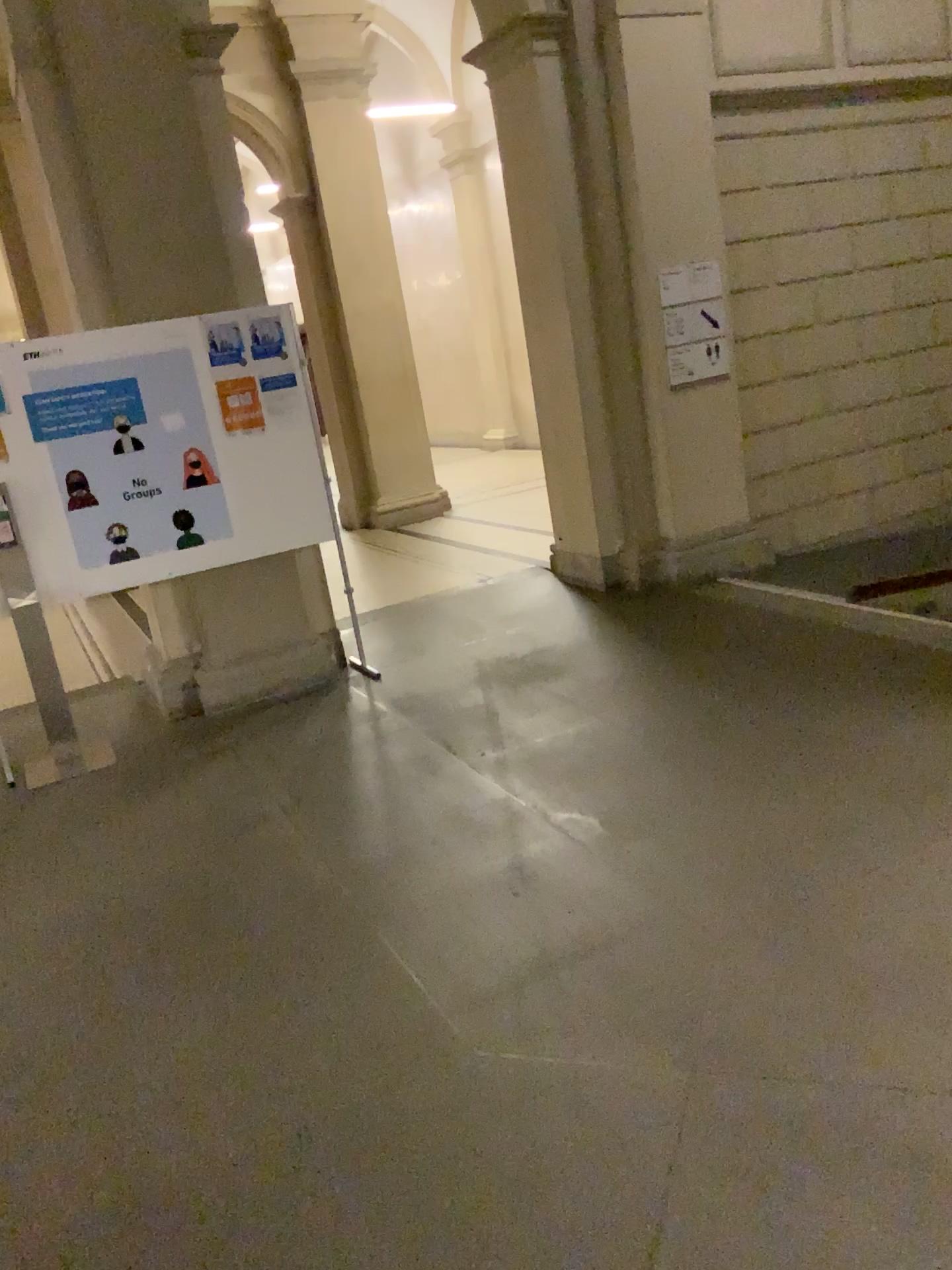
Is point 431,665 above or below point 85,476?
below
